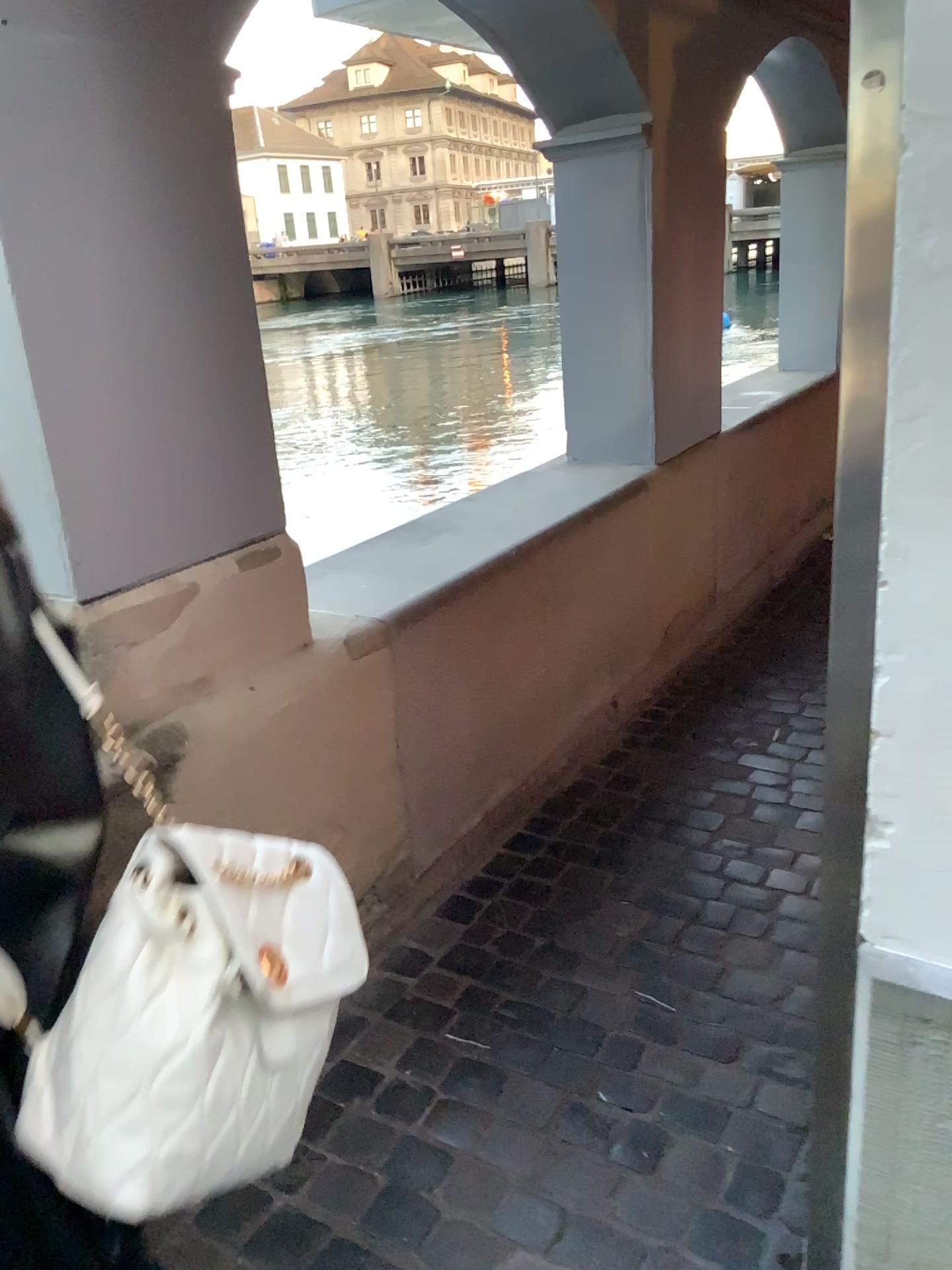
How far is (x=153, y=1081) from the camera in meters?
0.7 m

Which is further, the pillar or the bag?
the pillar

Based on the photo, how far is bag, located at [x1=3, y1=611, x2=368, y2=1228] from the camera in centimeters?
69cm

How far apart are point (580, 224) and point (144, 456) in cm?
193

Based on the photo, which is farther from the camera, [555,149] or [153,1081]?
[555,149]

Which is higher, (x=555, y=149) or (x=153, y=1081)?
(x=555, y=149)
